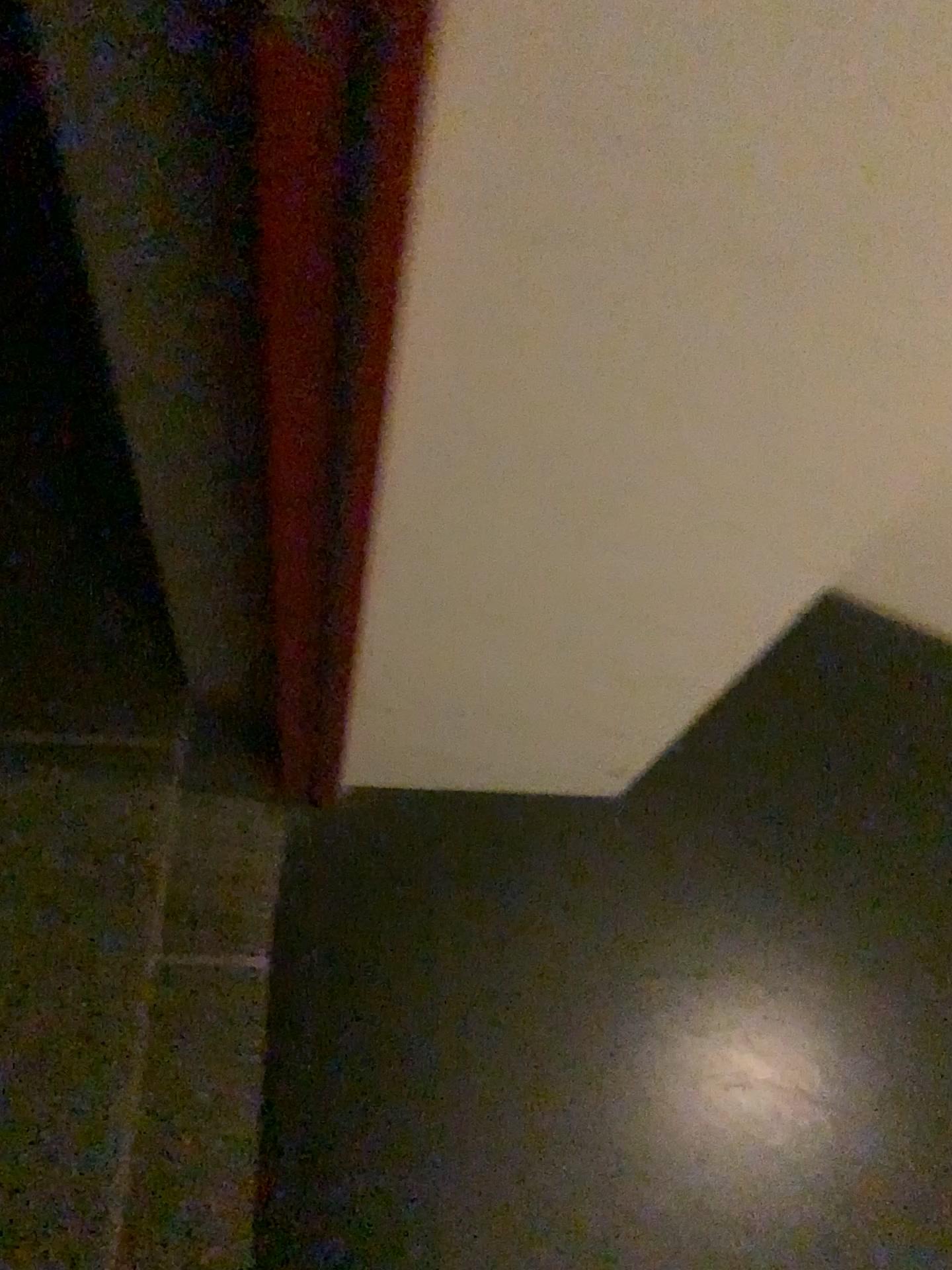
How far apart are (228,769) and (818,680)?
0.7m
